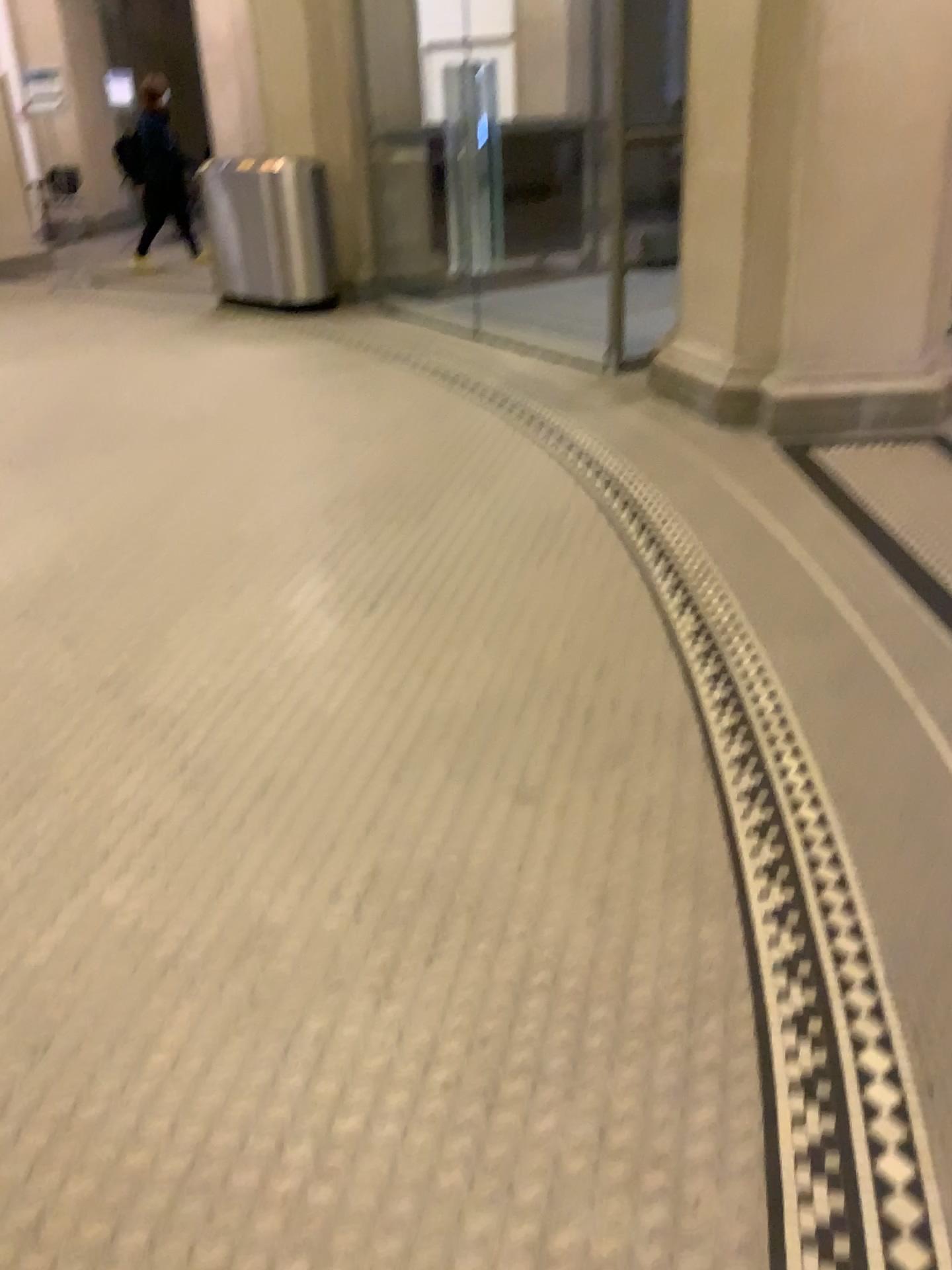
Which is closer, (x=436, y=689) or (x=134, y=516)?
(x=436, y=689)
